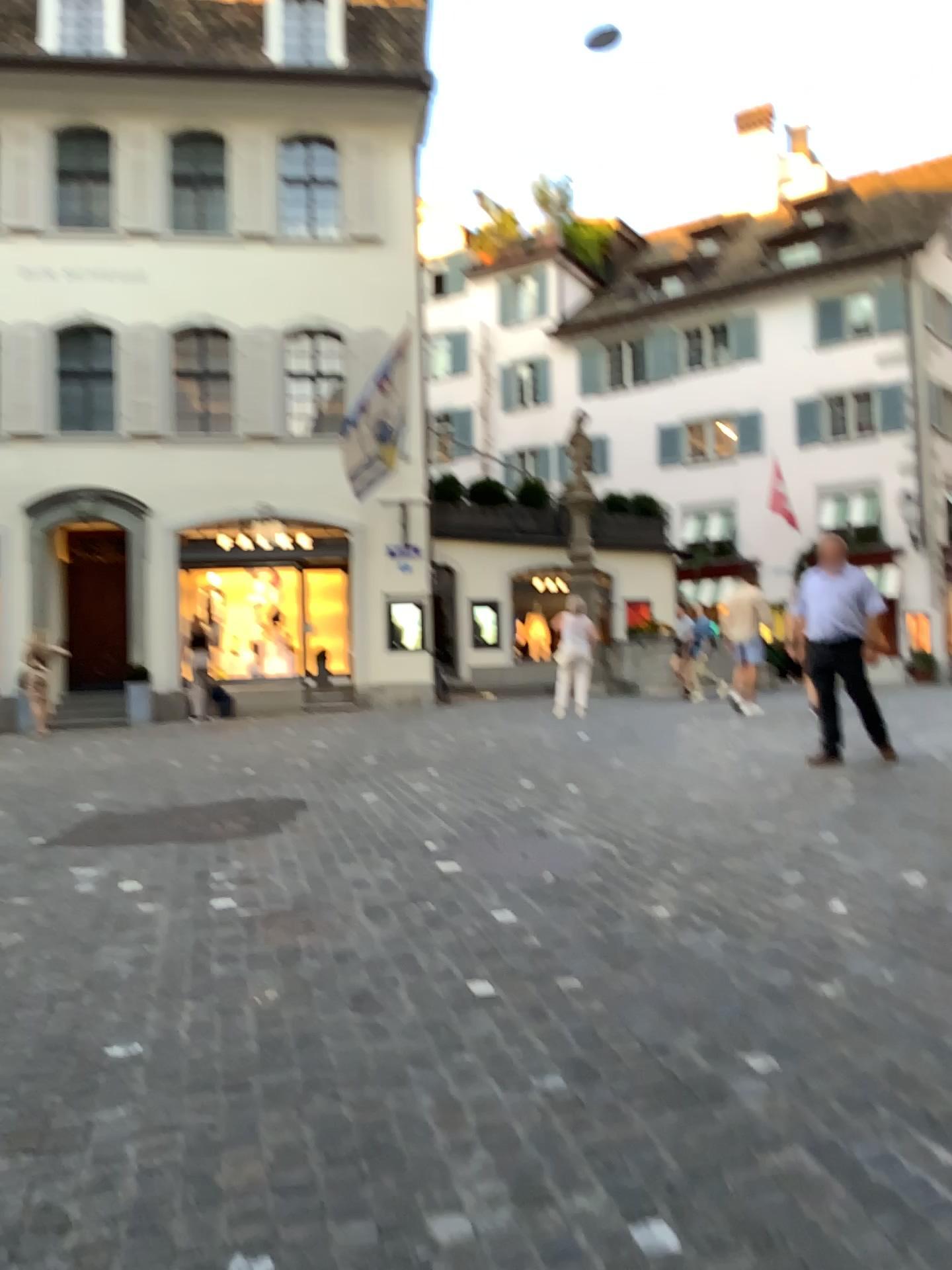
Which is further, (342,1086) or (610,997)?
(610,997)
